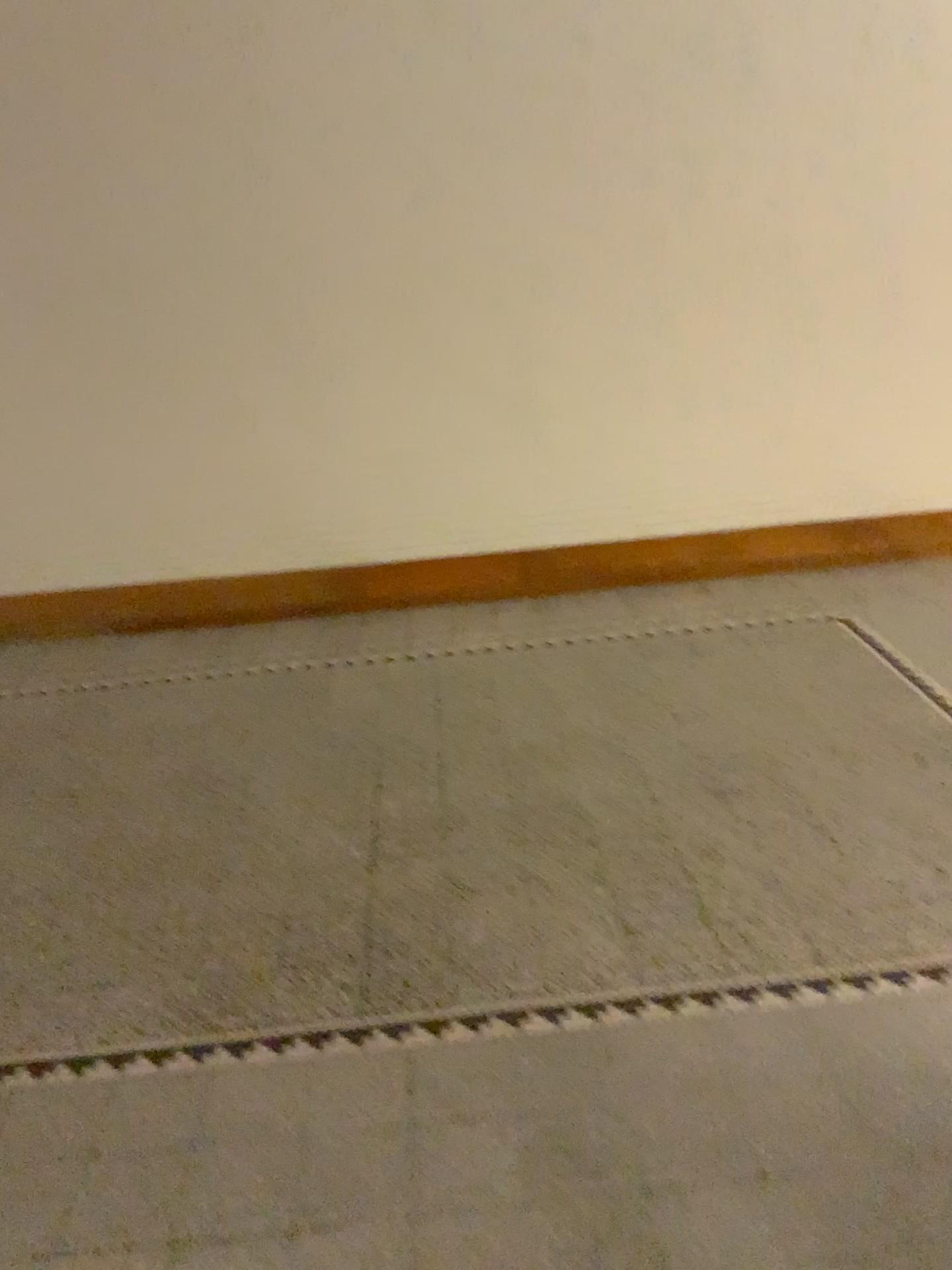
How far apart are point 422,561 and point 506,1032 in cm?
279

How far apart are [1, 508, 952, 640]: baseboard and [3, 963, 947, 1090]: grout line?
2.7 meters

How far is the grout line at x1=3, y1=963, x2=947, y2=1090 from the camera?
2.19m

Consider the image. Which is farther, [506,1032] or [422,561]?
[422,561]

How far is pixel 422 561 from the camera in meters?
4.7 m

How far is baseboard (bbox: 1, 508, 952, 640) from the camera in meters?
4.7

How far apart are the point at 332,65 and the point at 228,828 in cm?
290

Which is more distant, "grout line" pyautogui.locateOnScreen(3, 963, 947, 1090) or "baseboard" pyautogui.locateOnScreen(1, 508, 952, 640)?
"baseboard" pyautogui.locateOnScreen(1, 508, 952, 640)
